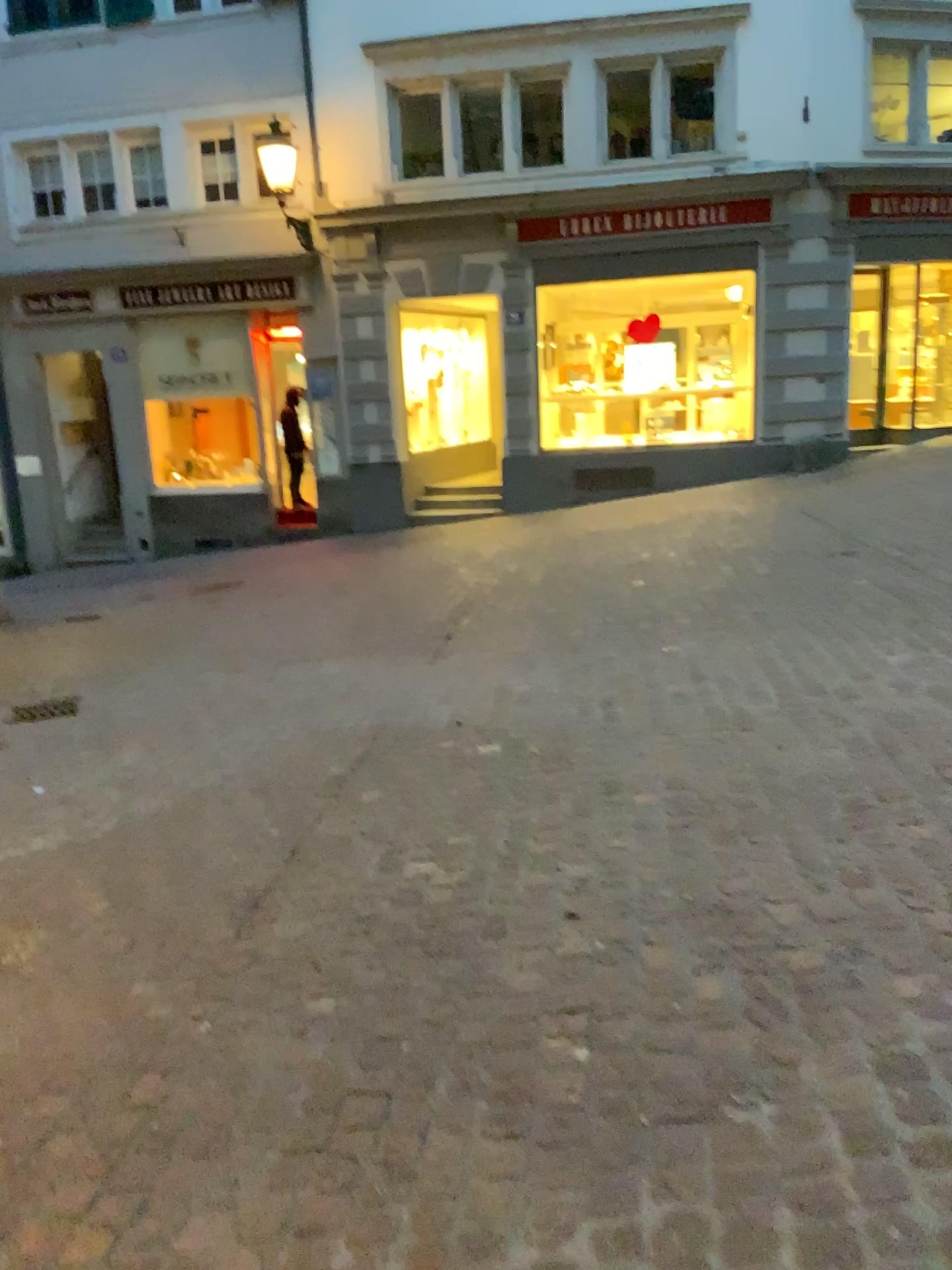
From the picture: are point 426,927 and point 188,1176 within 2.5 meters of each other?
yes
